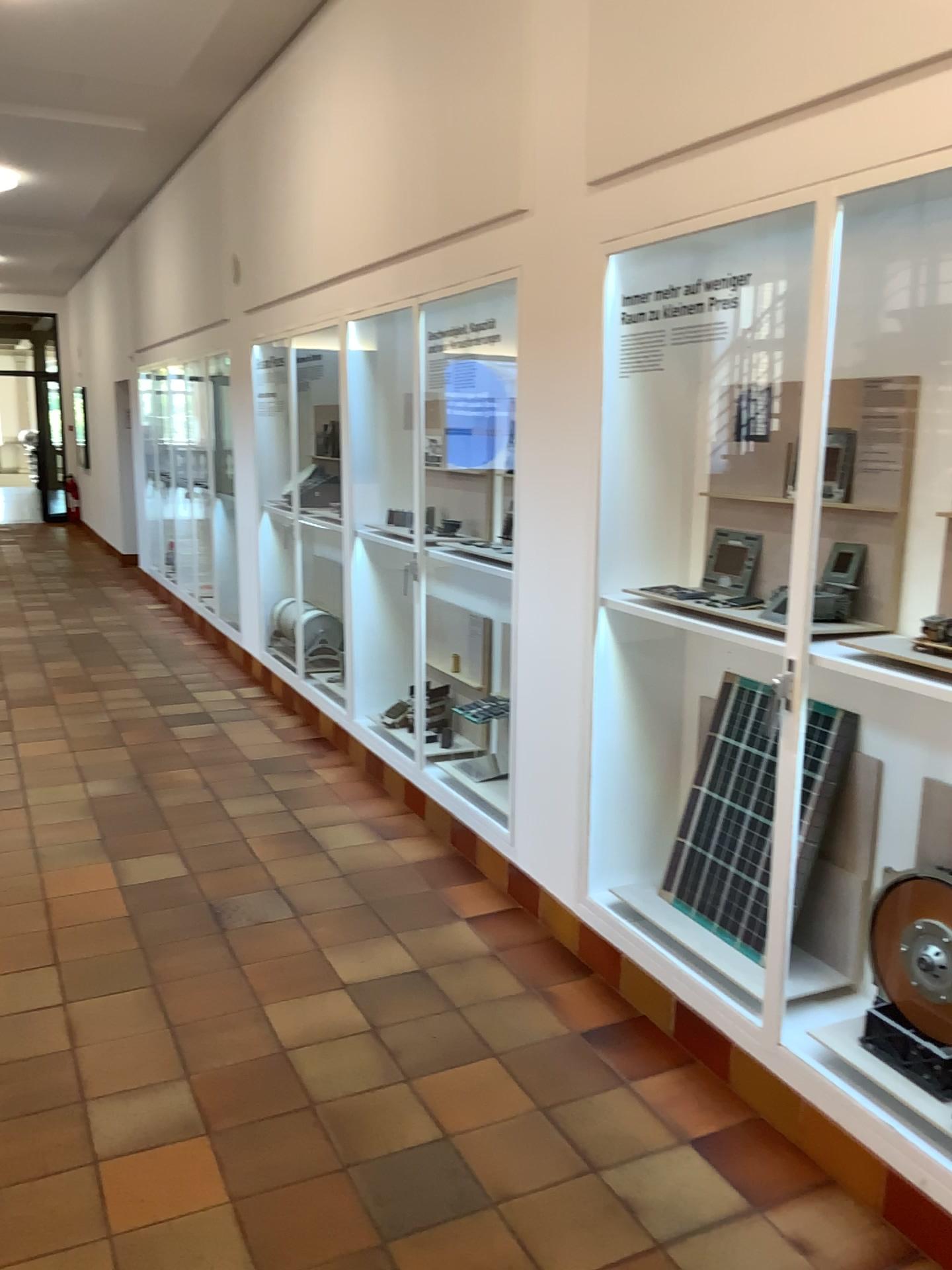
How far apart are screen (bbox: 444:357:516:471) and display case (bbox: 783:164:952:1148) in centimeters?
183cm

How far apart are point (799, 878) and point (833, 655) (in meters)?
0.73

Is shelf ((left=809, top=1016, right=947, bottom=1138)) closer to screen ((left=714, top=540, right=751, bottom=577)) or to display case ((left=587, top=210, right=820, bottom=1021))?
display case ((left=587, top=210, right=820, bottom=1021))

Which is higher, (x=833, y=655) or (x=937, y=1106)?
(x=833, y=655)

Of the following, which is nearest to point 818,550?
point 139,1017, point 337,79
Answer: point 139,1017

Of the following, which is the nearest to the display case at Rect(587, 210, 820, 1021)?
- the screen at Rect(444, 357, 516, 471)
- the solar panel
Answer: the solar panel

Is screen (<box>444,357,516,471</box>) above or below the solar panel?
above

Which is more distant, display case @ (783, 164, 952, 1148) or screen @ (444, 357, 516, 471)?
screen @ (444, 357, 516, 471)

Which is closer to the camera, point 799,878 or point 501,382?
point 799,878

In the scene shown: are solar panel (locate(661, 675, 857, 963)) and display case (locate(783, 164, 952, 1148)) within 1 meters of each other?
yes
